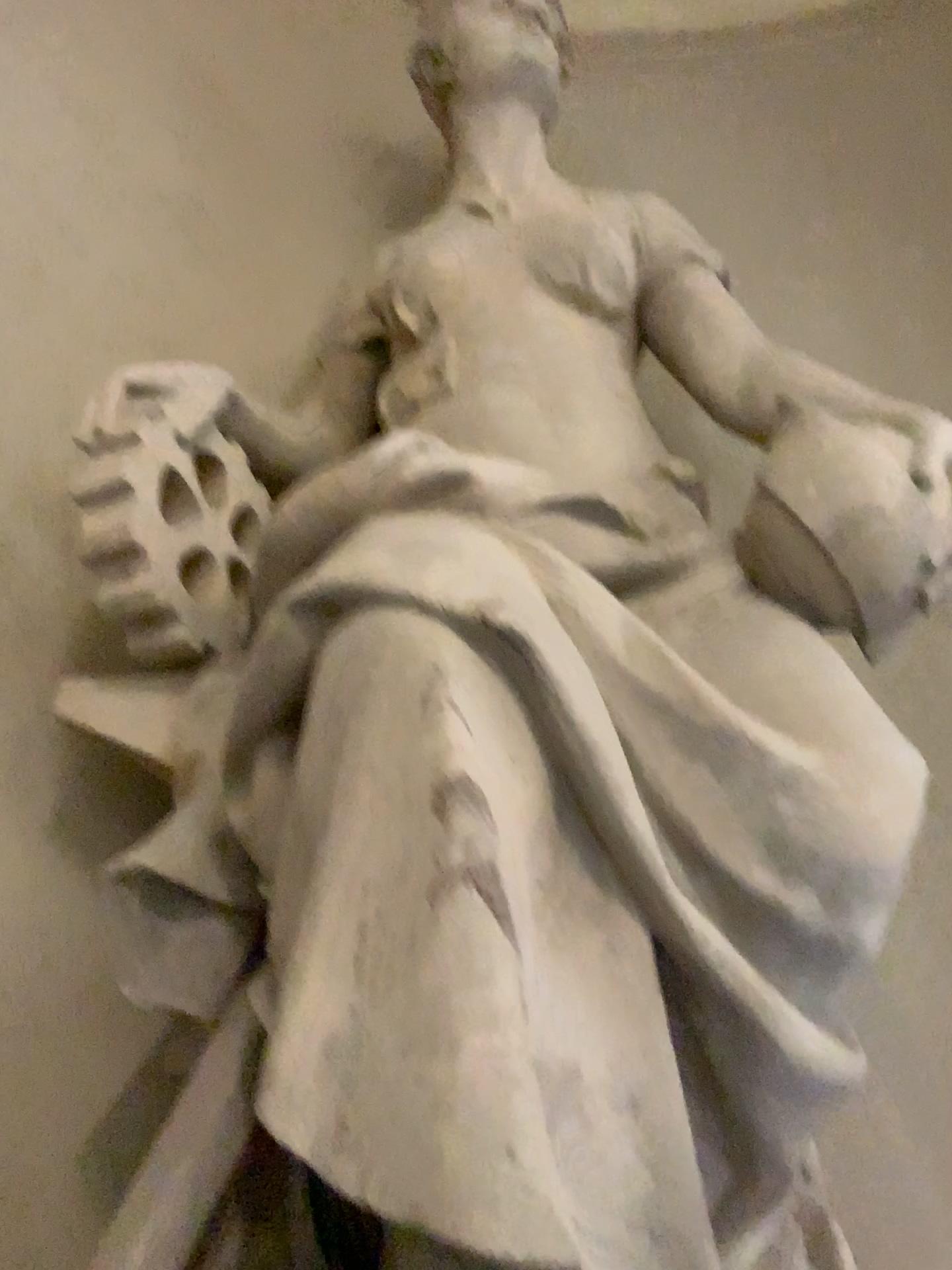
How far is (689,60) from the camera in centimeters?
338cm

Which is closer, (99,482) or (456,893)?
(456,893)

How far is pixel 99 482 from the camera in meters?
1.8 m

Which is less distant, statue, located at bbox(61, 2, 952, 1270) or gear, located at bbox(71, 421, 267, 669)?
statue, located at bbox(61, 2, 952, 1270)

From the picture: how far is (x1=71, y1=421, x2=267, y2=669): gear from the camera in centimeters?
175cm

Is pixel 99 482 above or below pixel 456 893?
above
